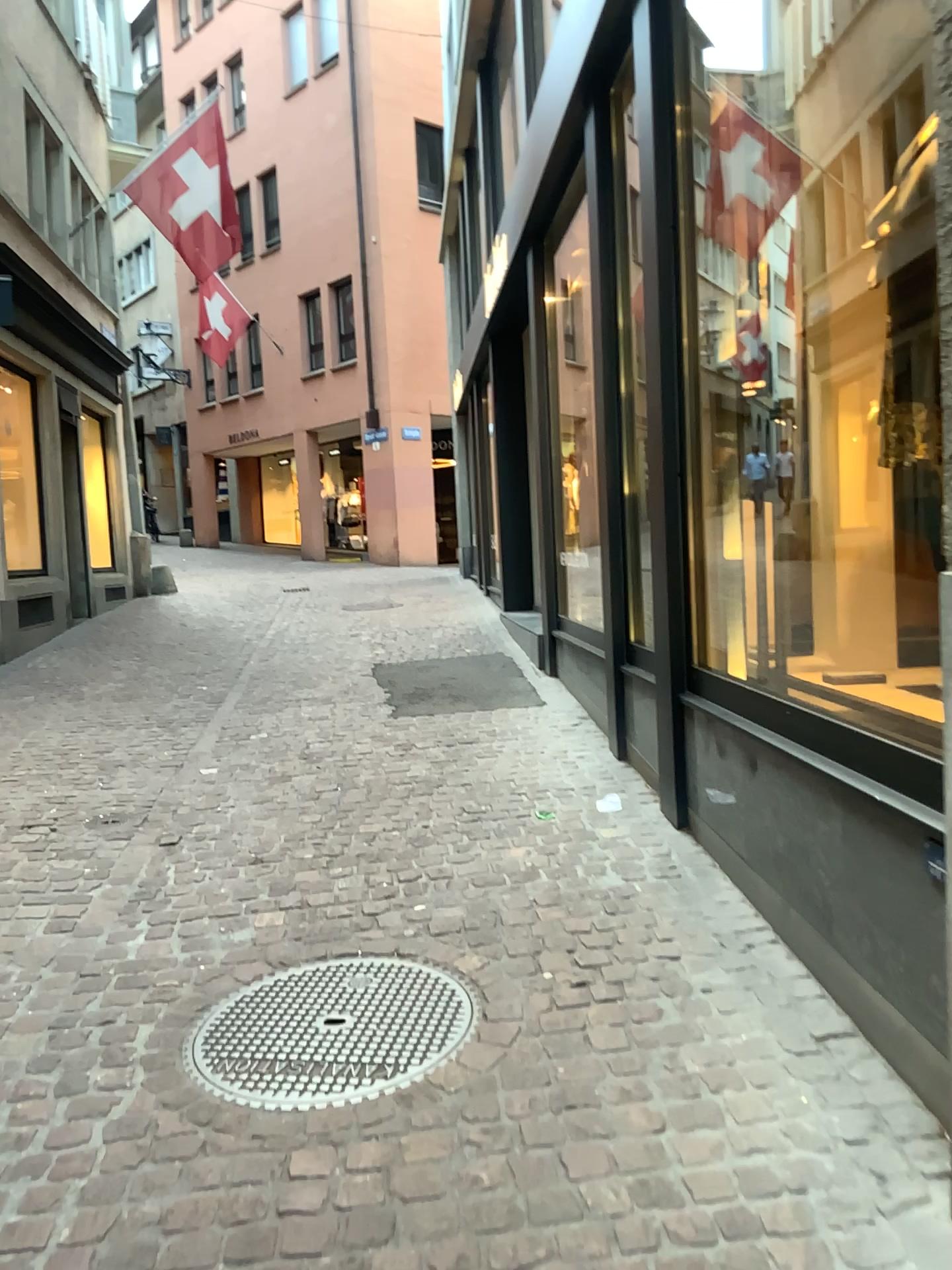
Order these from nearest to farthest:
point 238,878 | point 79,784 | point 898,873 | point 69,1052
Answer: point 898,873, point 69,1052, point 238,878, point 79,784
